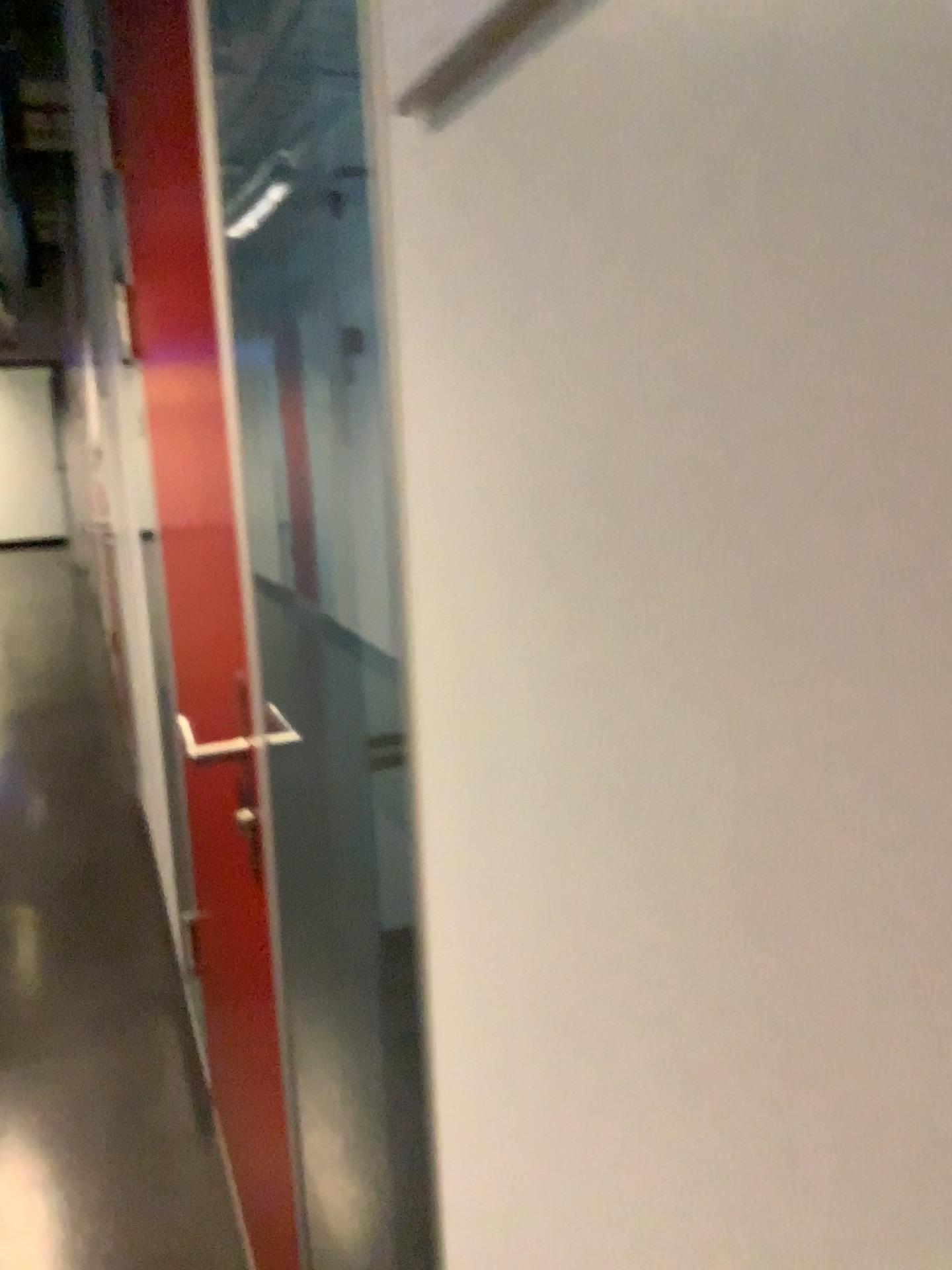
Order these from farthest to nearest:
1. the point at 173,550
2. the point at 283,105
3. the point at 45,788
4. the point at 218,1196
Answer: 1. the point at 45,788
2. the point at 218,1196
3. the point at 173,550
4. the point at 283,105

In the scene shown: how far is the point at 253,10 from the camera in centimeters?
92cm

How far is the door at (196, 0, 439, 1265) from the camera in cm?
92
